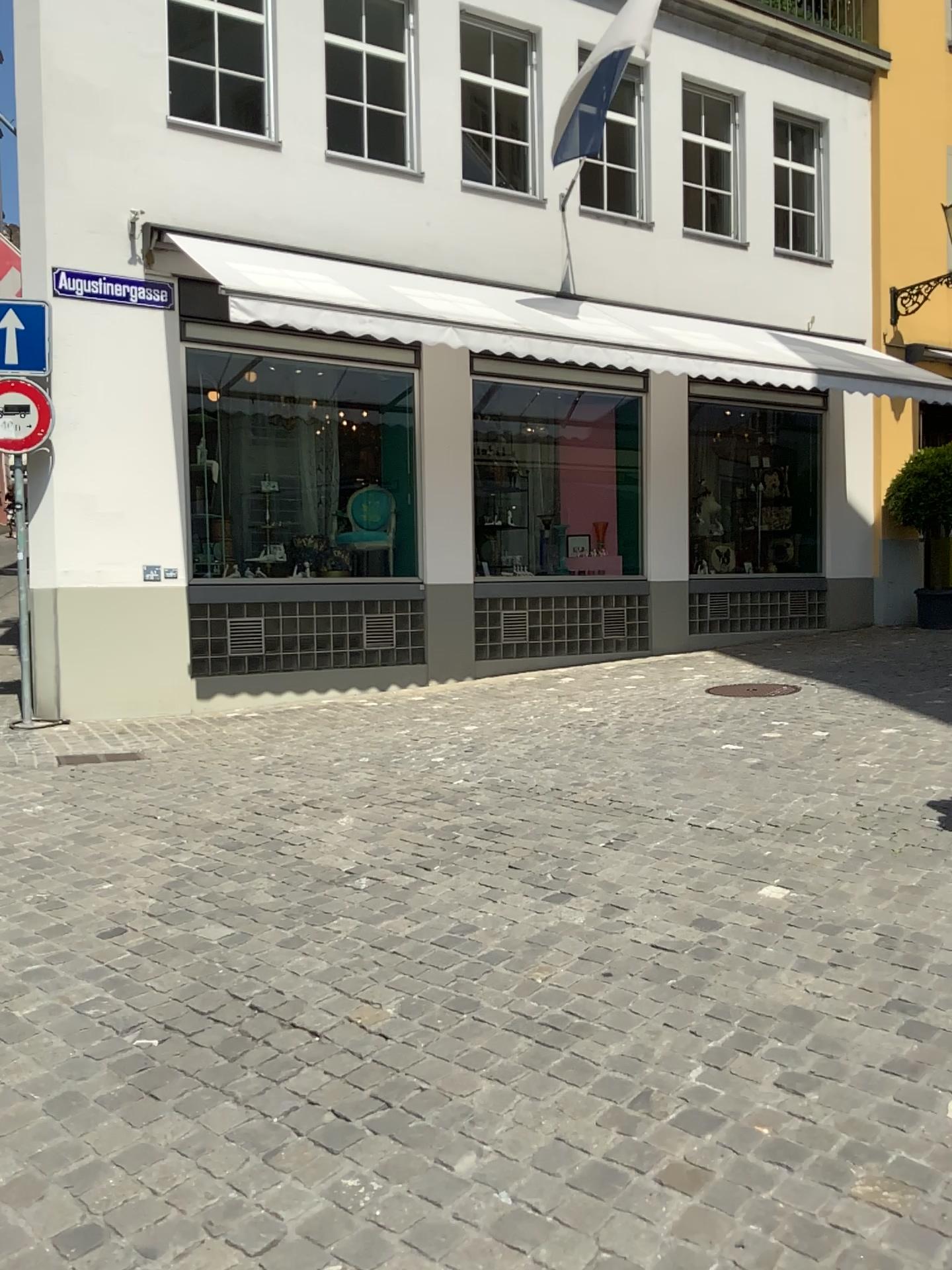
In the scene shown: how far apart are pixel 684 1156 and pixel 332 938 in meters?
1.6 m
